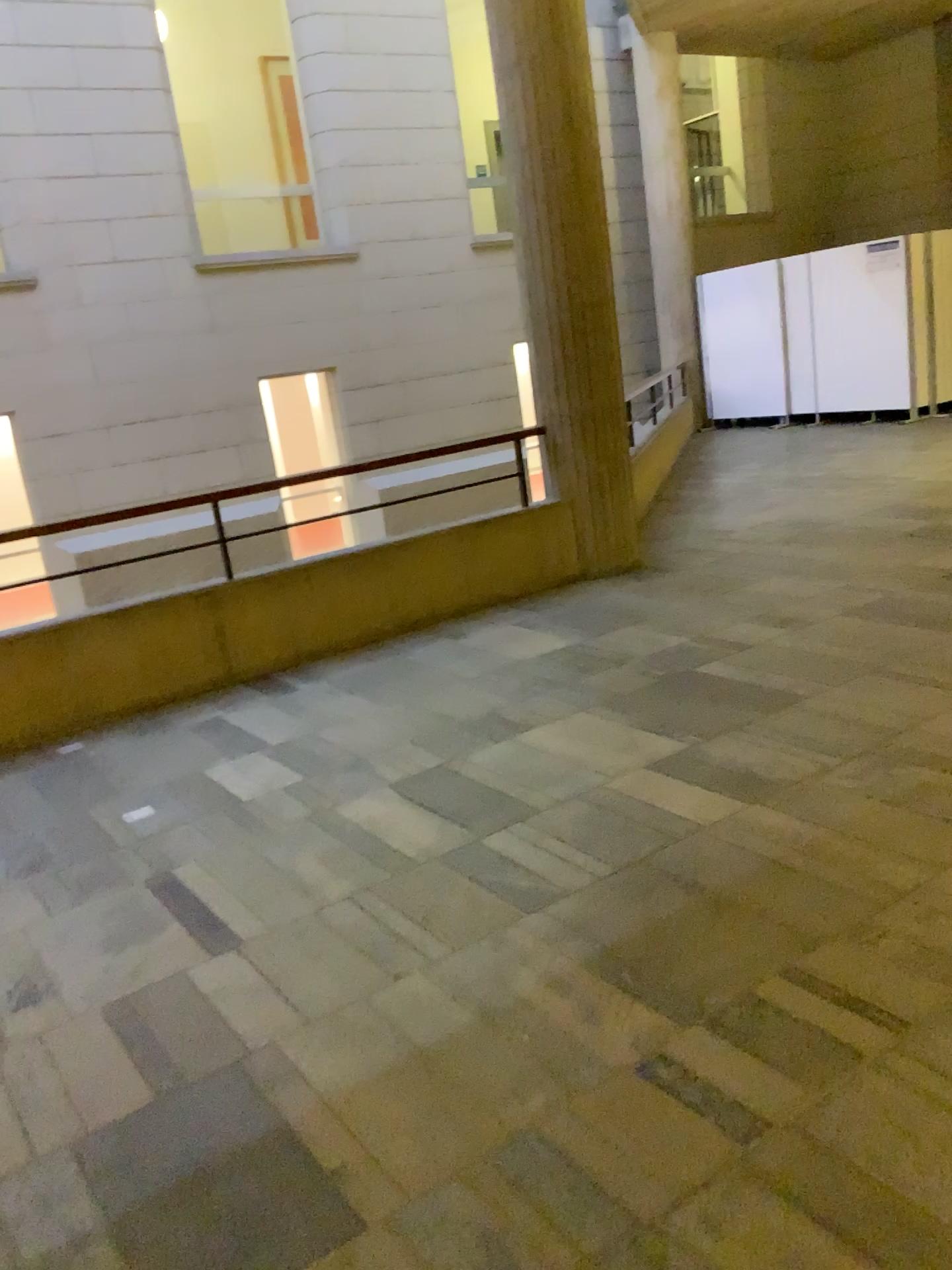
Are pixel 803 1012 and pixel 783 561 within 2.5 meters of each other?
no
